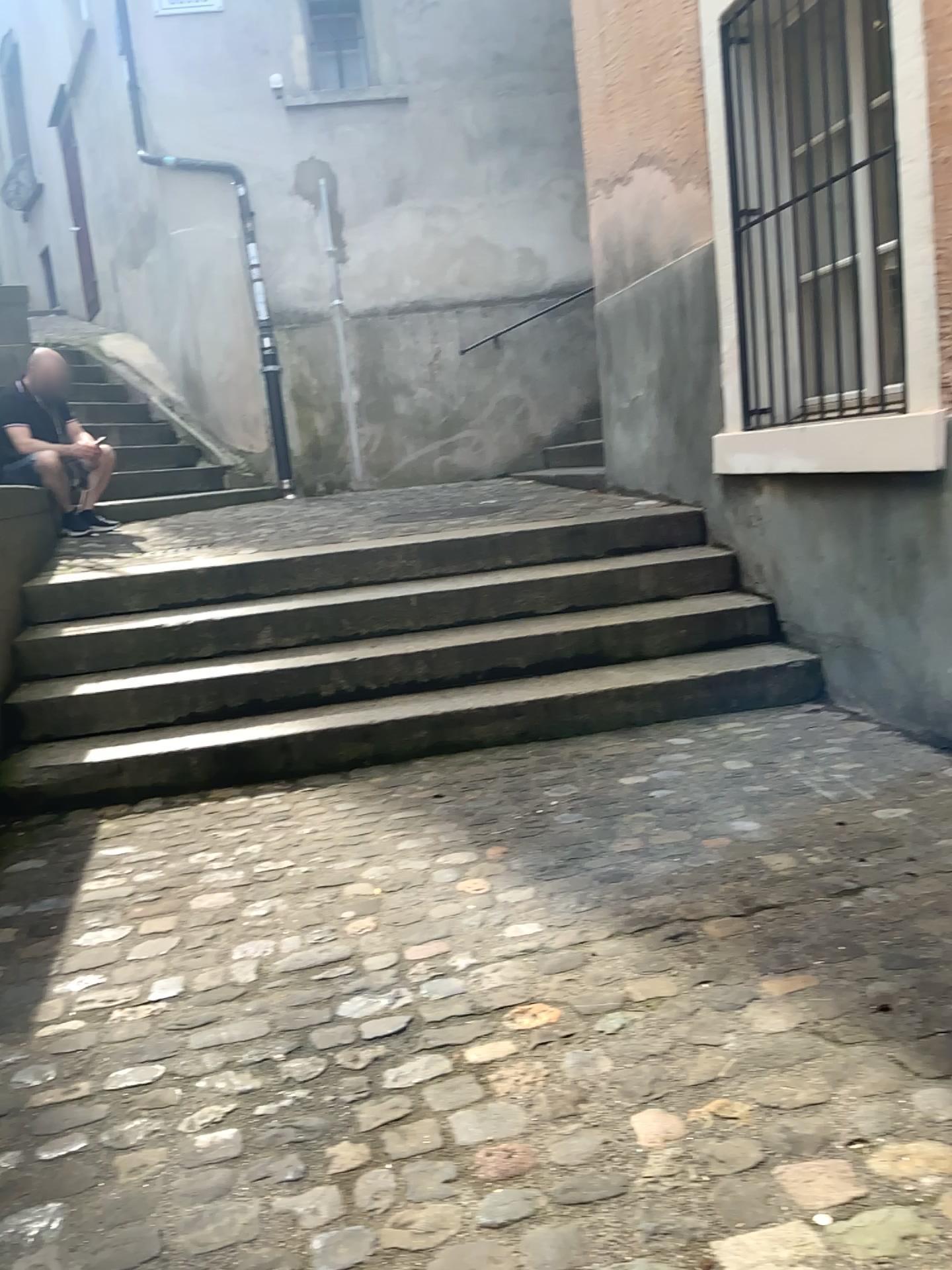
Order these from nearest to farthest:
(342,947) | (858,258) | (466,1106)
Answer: (466,1106)
(342,947)
(858,258)
